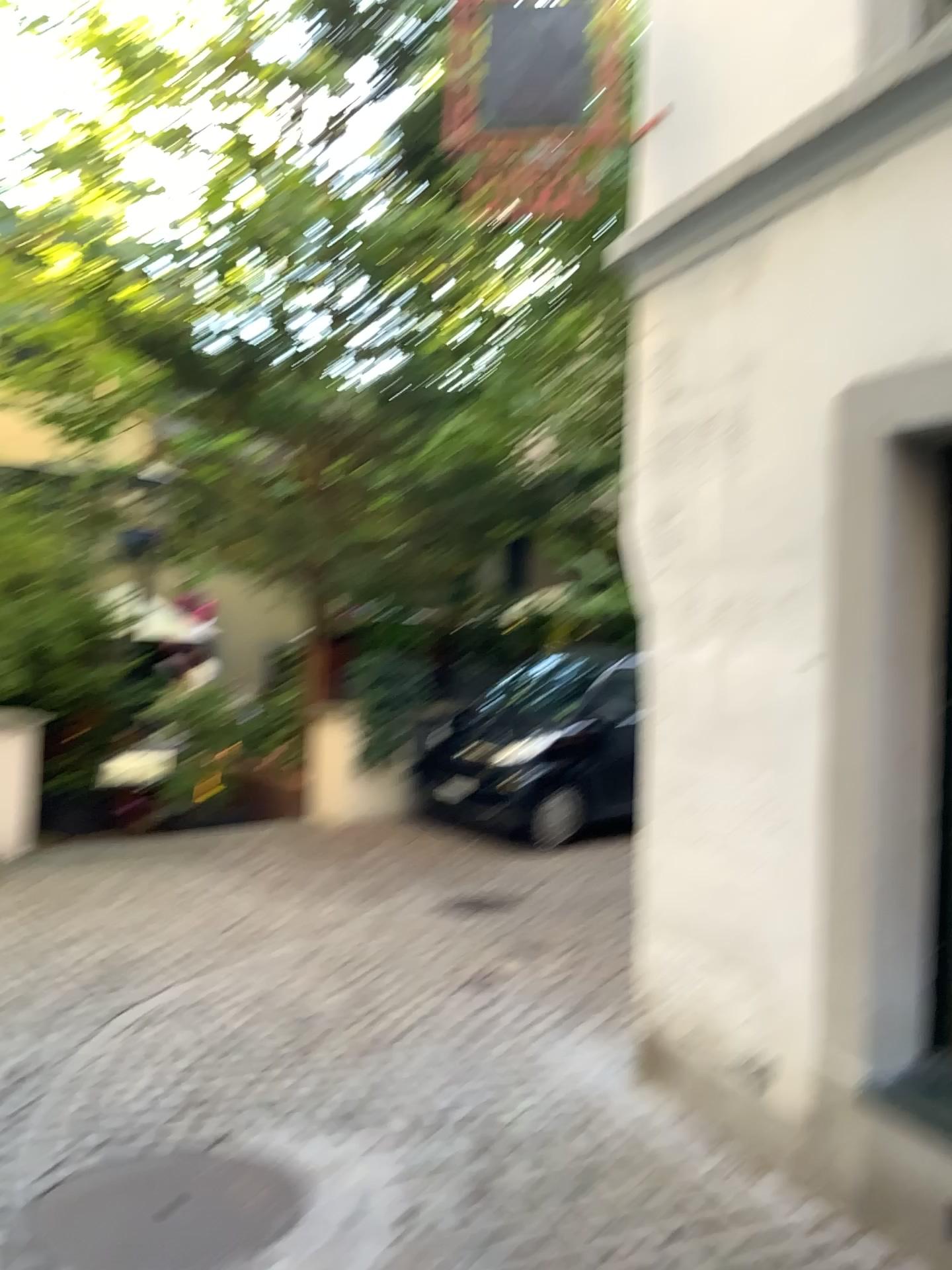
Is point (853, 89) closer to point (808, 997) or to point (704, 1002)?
point (808, 997)
